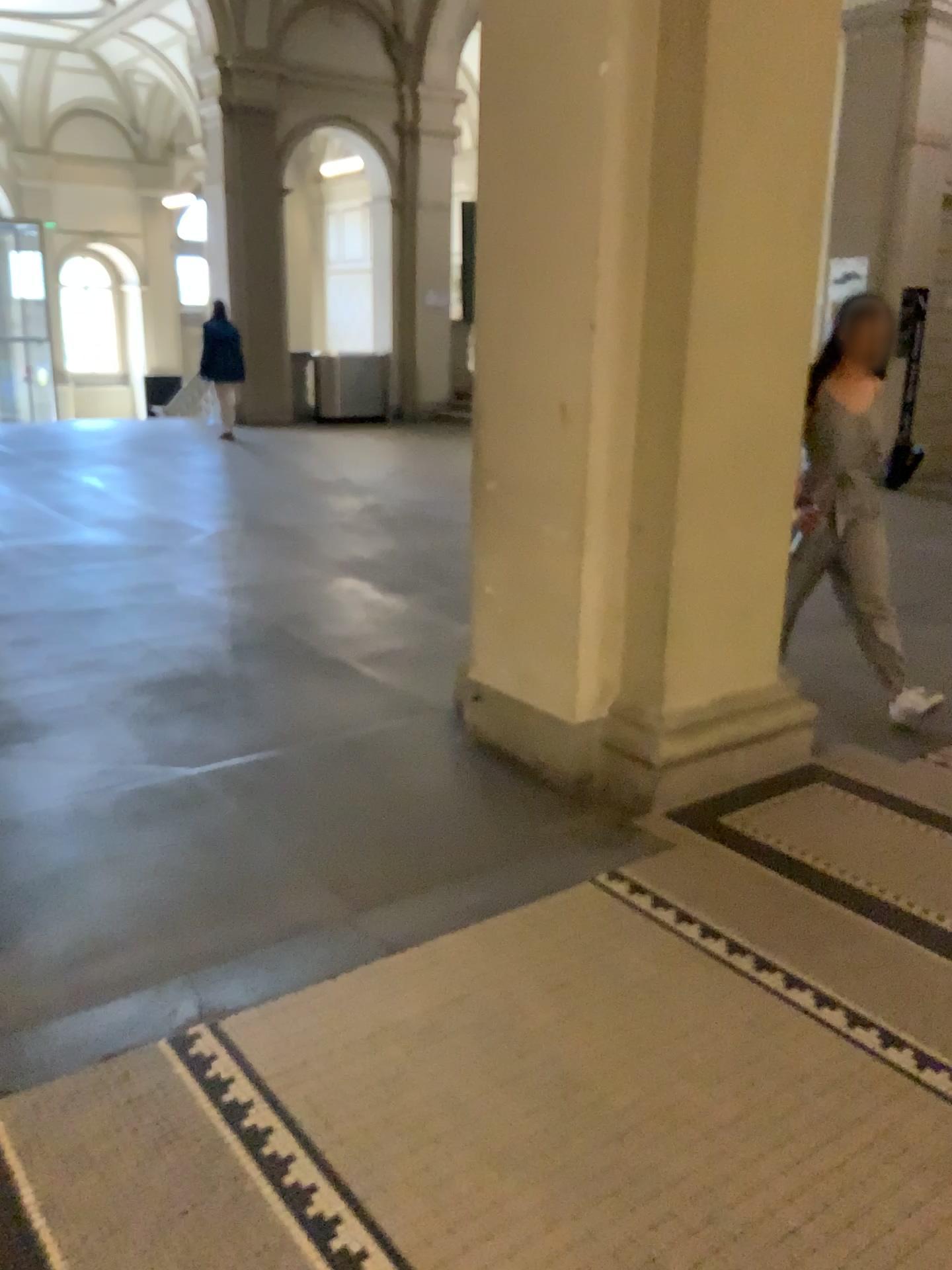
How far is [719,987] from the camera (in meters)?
2.31
